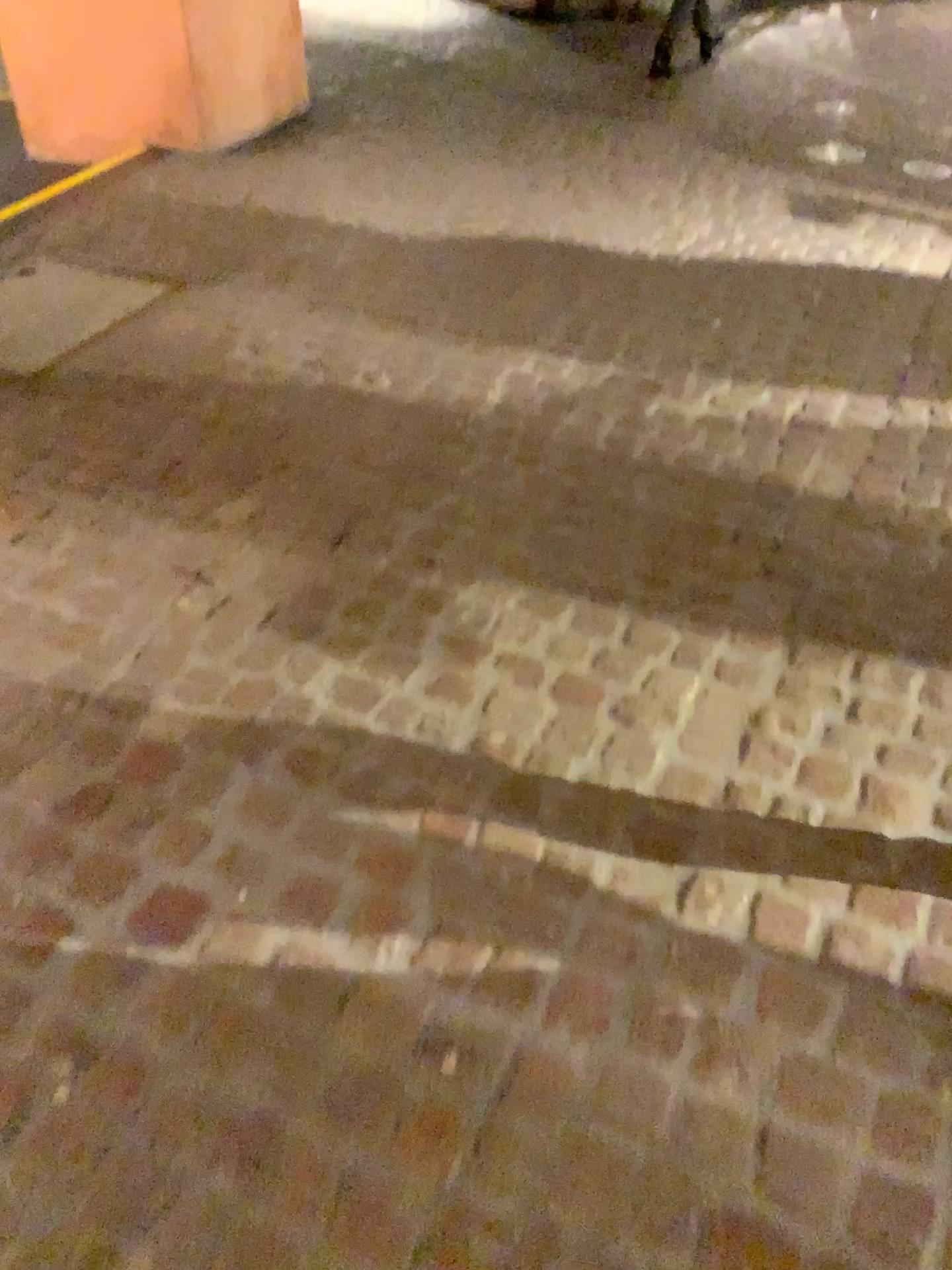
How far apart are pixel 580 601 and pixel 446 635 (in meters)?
0.30
